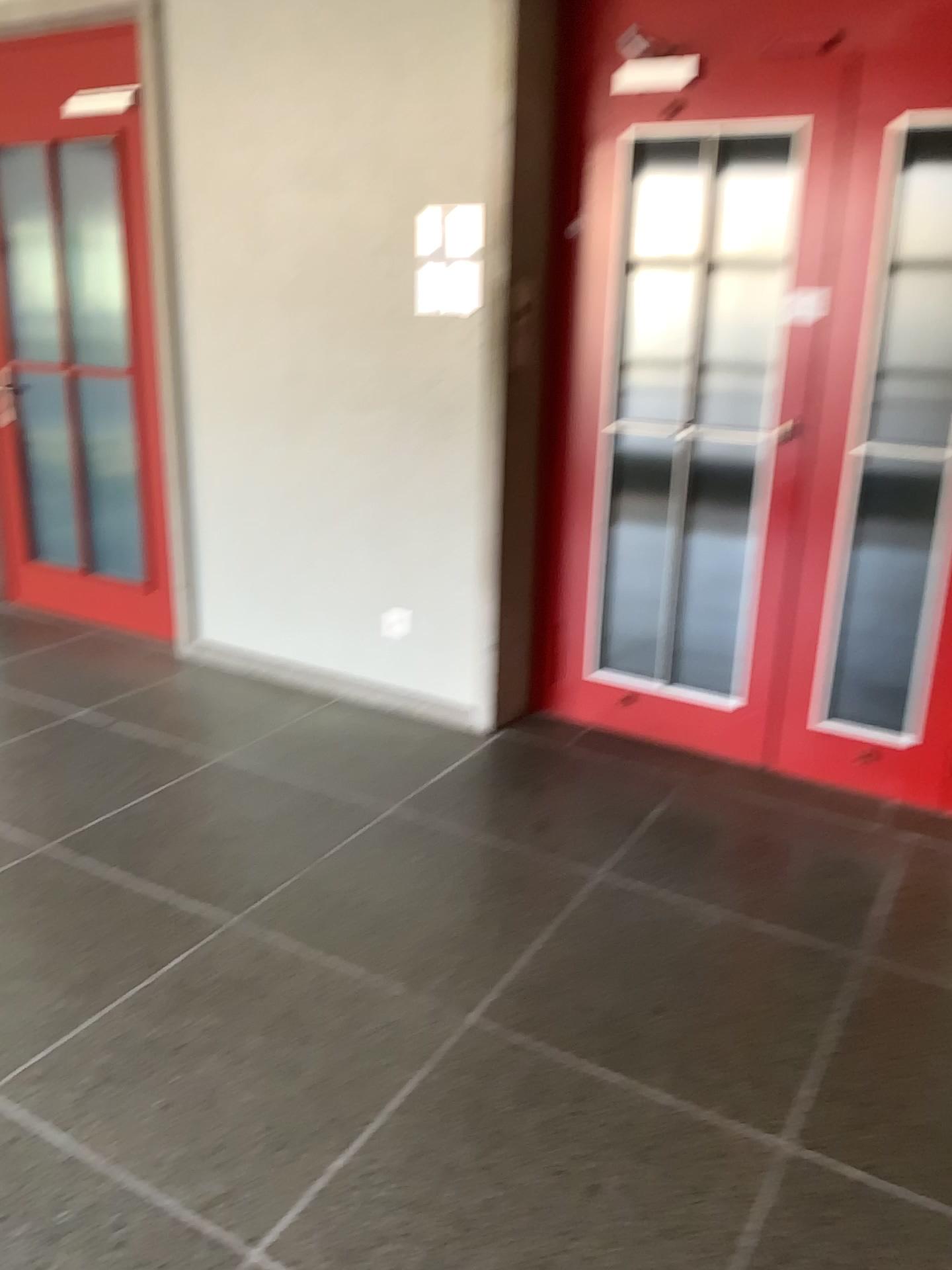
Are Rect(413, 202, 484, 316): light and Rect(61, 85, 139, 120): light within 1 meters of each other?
no

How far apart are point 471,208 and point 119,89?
1.6 meters

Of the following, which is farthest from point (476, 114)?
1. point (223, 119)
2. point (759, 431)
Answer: point (759, 431)

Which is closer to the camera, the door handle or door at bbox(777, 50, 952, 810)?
door at bbox(777, 50, 952, 810)

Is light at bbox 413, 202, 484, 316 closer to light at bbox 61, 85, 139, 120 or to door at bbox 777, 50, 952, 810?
door at bbox 777, 50, 952, 810

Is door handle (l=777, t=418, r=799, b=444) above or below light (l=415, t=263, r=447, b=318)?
below

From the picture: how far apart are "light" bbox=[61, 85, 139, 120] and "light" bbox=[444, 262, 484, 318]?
1.58m

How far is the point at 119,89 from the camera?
3.9 meters

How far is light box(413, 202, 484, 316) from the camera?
3.3 meters

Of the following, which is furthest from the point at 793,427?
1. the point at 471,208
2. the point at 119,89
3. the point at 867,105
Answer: the point at 119,89
